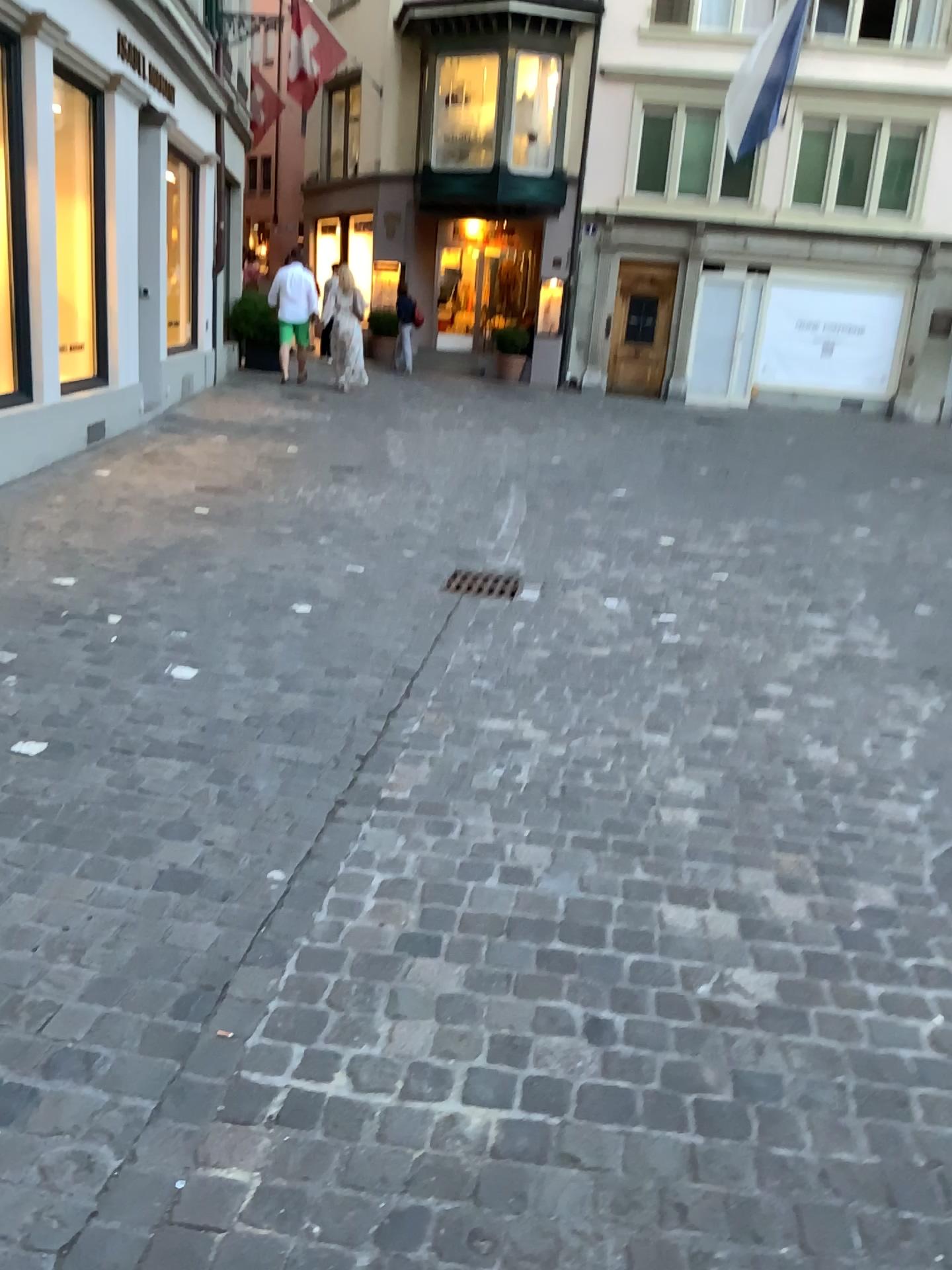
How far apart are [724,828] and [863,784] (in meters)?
0.49
